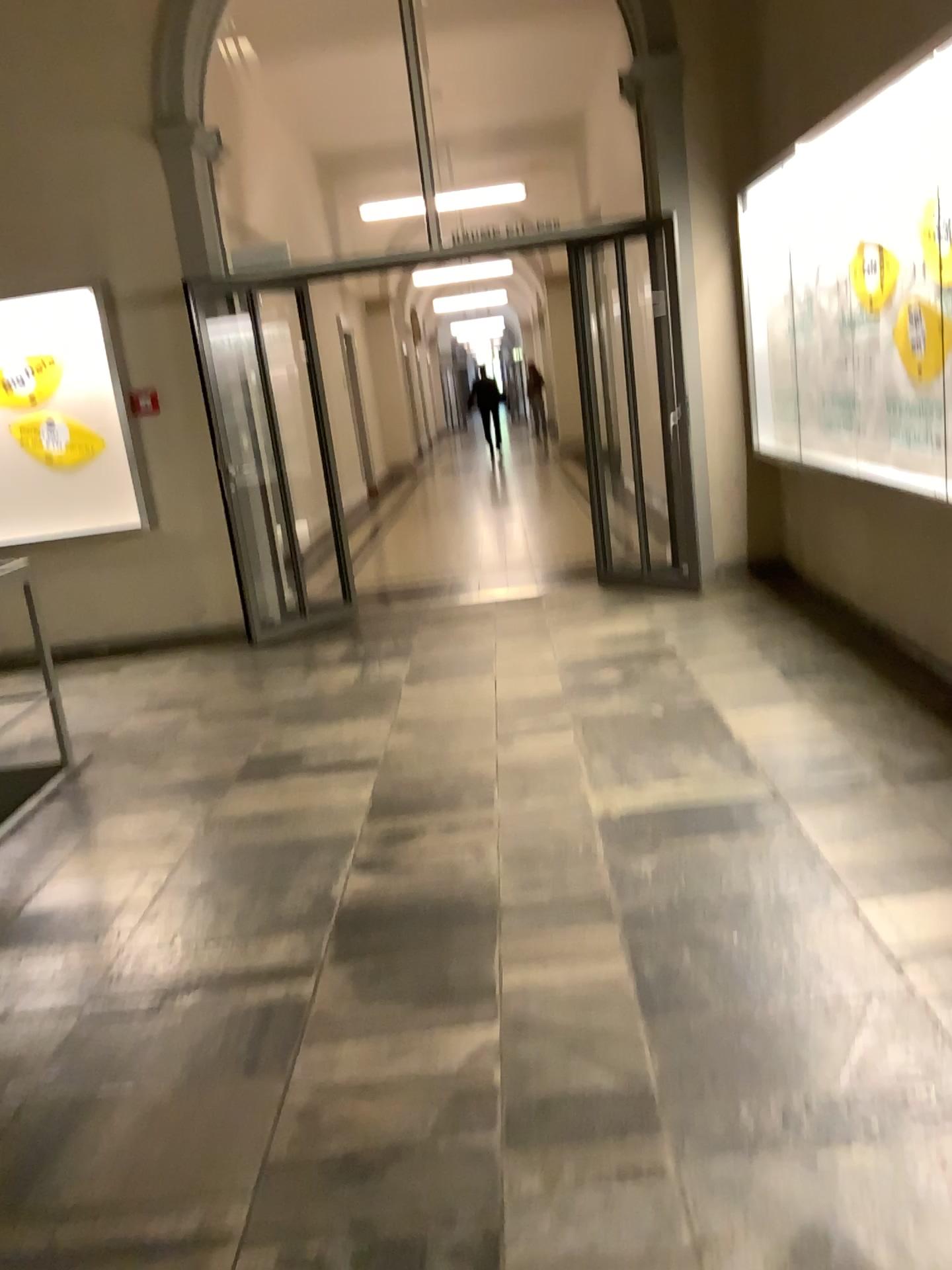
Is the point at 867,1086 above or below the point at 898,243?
below
